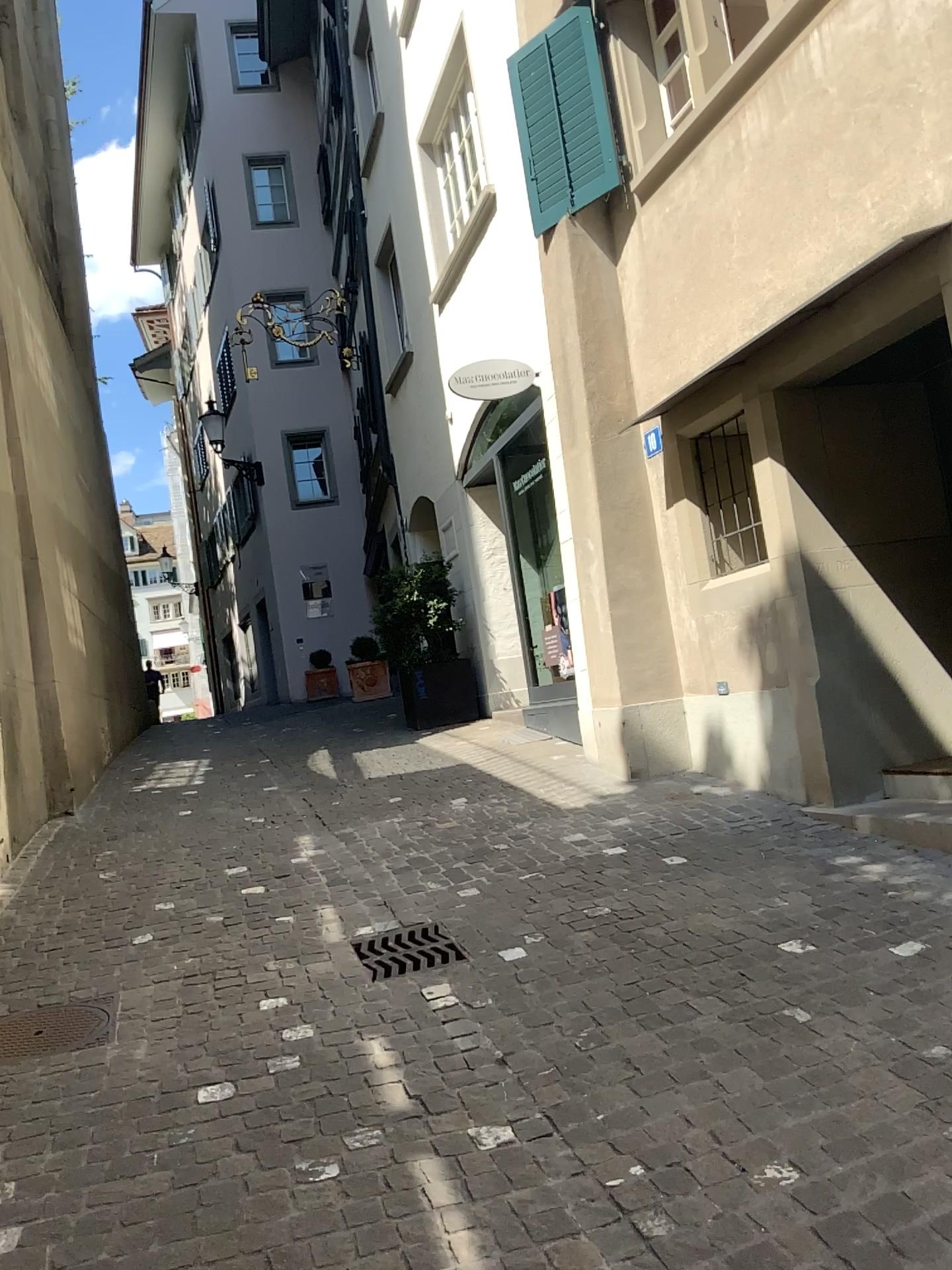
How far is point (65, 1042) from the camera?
3.5m

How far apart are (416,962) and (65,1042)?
1.22m

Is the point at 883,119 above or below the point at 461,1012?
above

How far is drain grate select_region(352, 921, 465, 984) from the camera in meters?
3.9 m

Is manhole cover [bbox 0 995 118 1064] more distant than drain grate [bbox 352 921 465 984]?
No

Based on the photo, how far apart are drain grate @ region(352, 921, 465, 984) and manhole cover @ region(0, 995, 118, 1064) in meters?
0.9

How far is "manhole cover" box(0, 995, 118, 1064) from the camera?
3.5 meters

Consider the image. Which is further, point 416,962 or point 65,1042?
point 416,962
